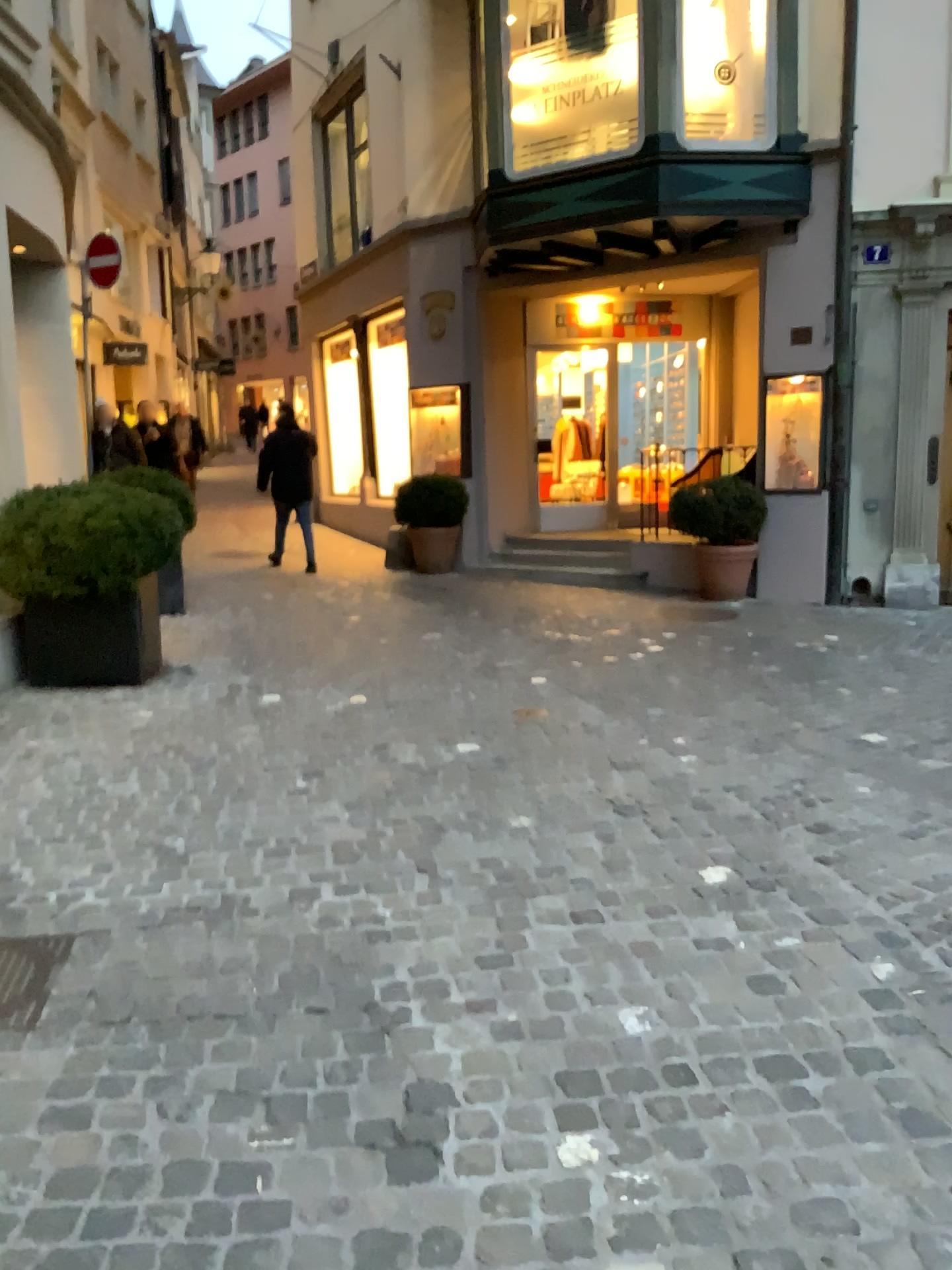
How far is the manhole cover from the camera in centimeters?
247cm

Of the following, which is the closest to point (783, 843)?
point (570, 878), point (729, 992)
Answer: point (570, 878)

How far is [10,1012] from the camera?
2.5m
